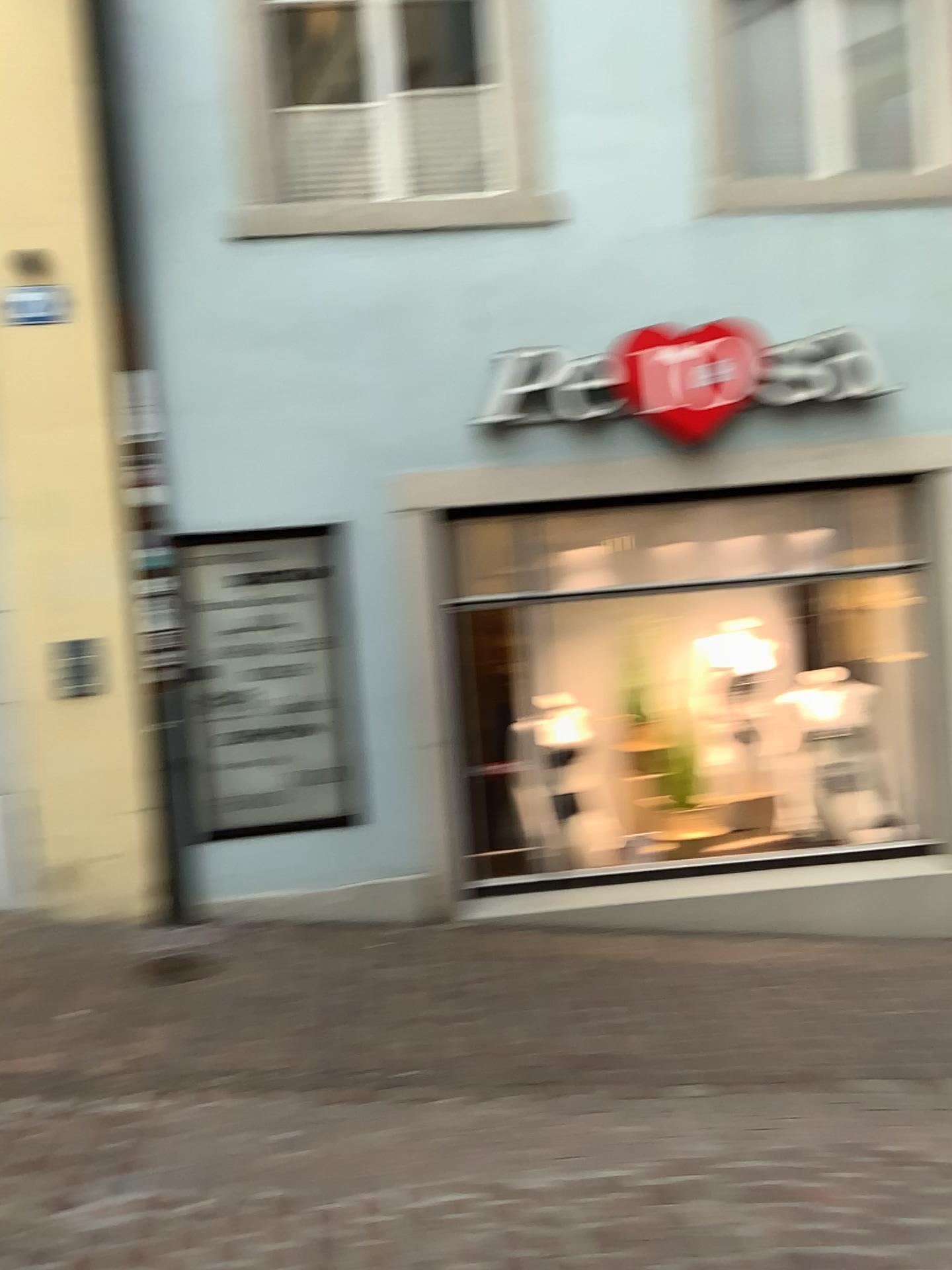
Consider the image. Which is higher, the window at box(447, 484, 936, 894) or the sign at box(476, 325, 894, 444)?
the sign at box(476, 325, 894, 444)

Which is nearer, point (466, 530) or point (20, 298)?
point (20, 298)

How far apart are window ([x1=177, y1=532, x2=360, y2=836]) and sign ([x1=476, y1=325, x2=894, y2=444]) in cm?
89

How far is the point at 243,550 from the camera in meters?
4.6 m

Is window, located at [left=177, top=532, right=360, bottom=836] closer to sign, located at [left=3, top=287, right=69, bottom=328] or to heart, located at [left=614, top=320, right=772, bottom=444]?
sign, located at [left=3, top=287, right=69, bottom=328]

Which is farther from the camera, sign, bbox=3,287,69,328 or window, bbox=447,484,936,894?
window, bbox=447,484,936,894

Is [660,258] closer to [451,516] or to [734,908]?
[451,516]

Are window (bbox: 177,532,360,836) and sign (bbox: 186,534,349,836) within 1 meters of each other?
yes

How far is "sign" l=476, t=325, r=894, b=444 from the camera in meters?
4.6 m

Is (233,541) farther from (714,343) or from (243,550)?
(714,343)
